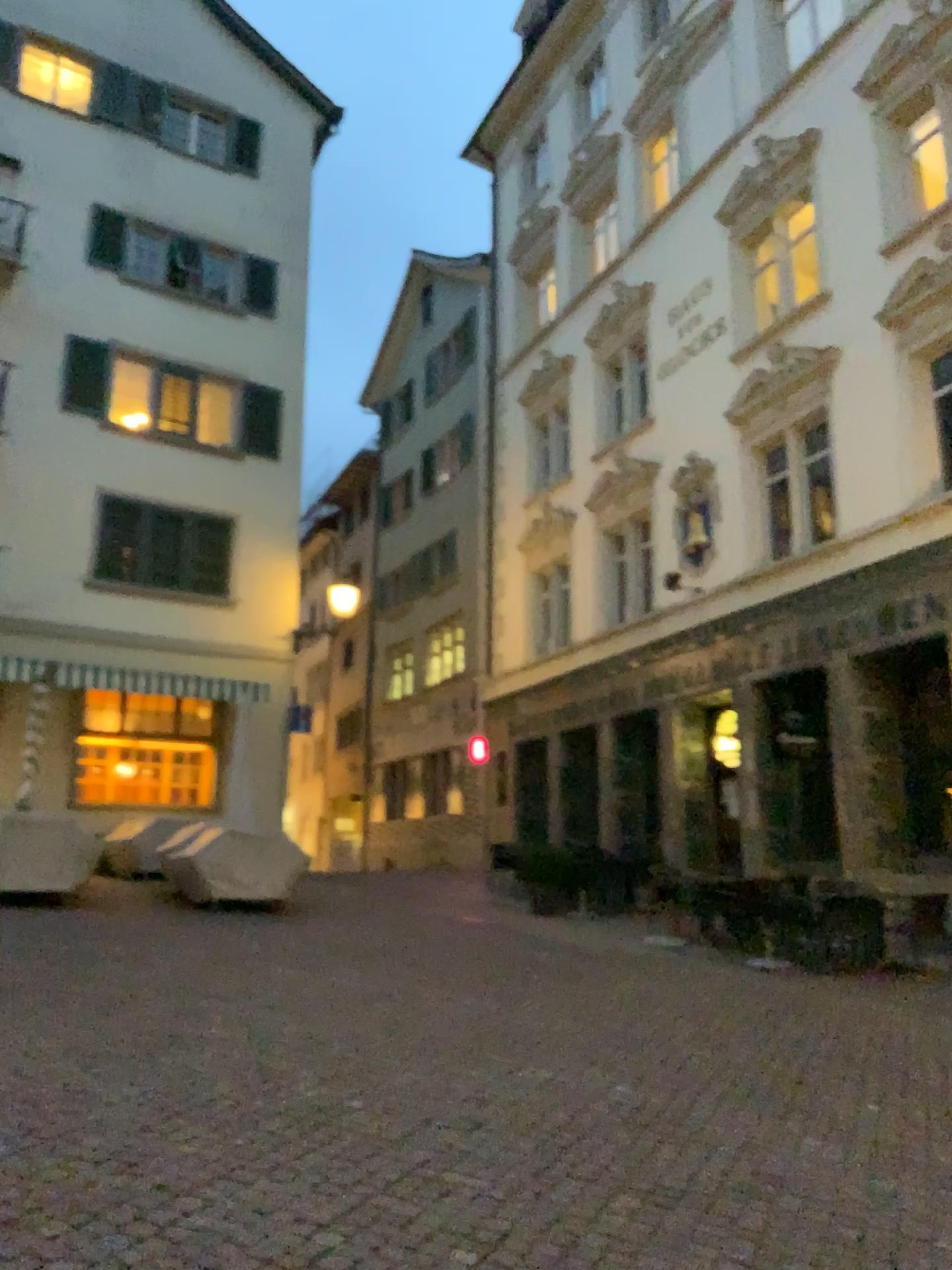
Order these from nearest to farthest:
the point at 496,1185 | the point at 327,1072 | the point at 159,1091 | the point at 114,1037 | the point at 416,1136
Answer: the point at 496,1185 < the point at 416,1136 < the point at 159,1091 < the point at 327,1072 < the point at 114,1037
